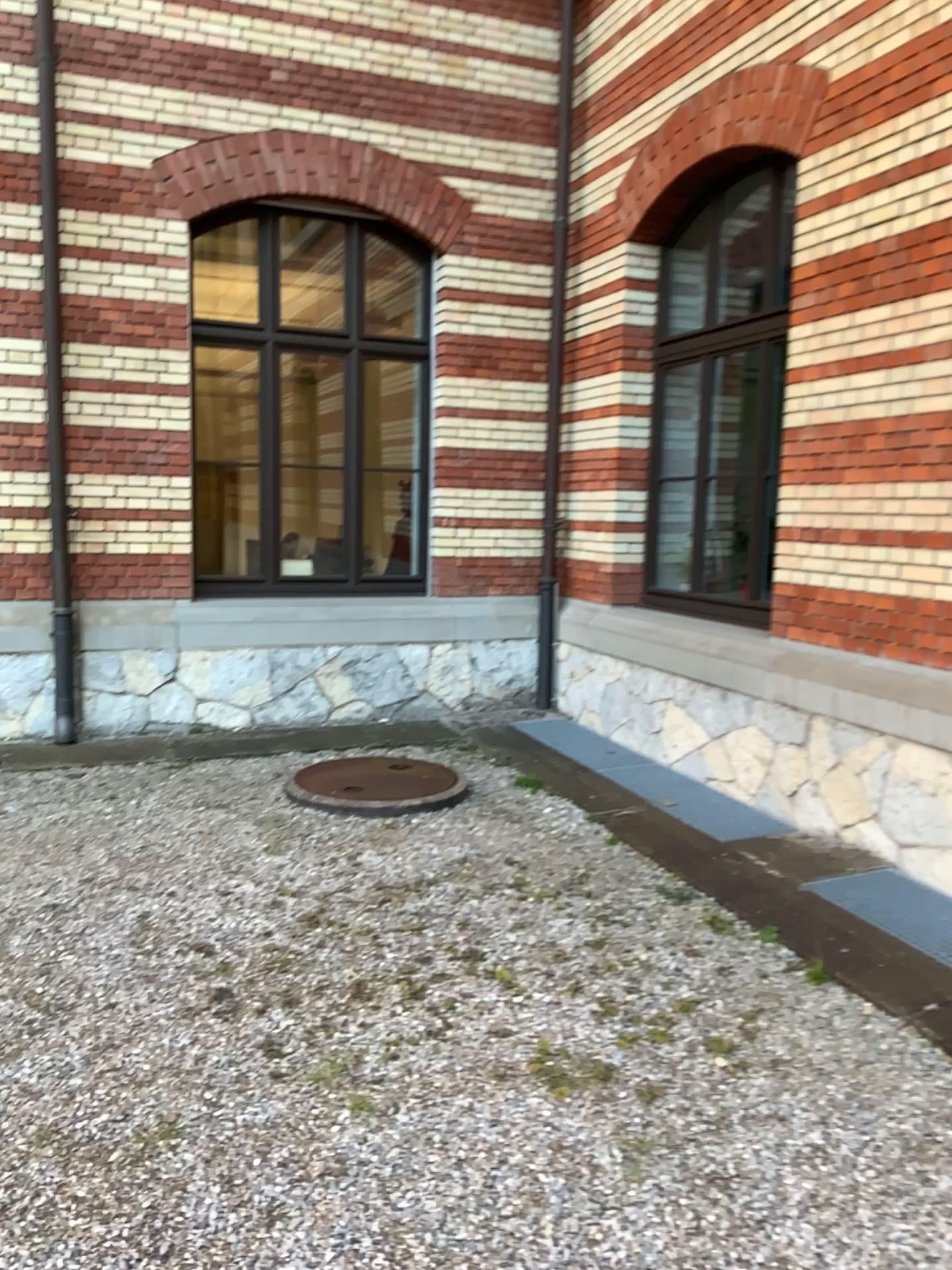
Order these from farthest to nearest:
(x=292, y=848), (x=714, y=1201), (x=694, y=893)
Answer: (x=292, y=848), (x=694, y=893), (x=714, y=1201)
